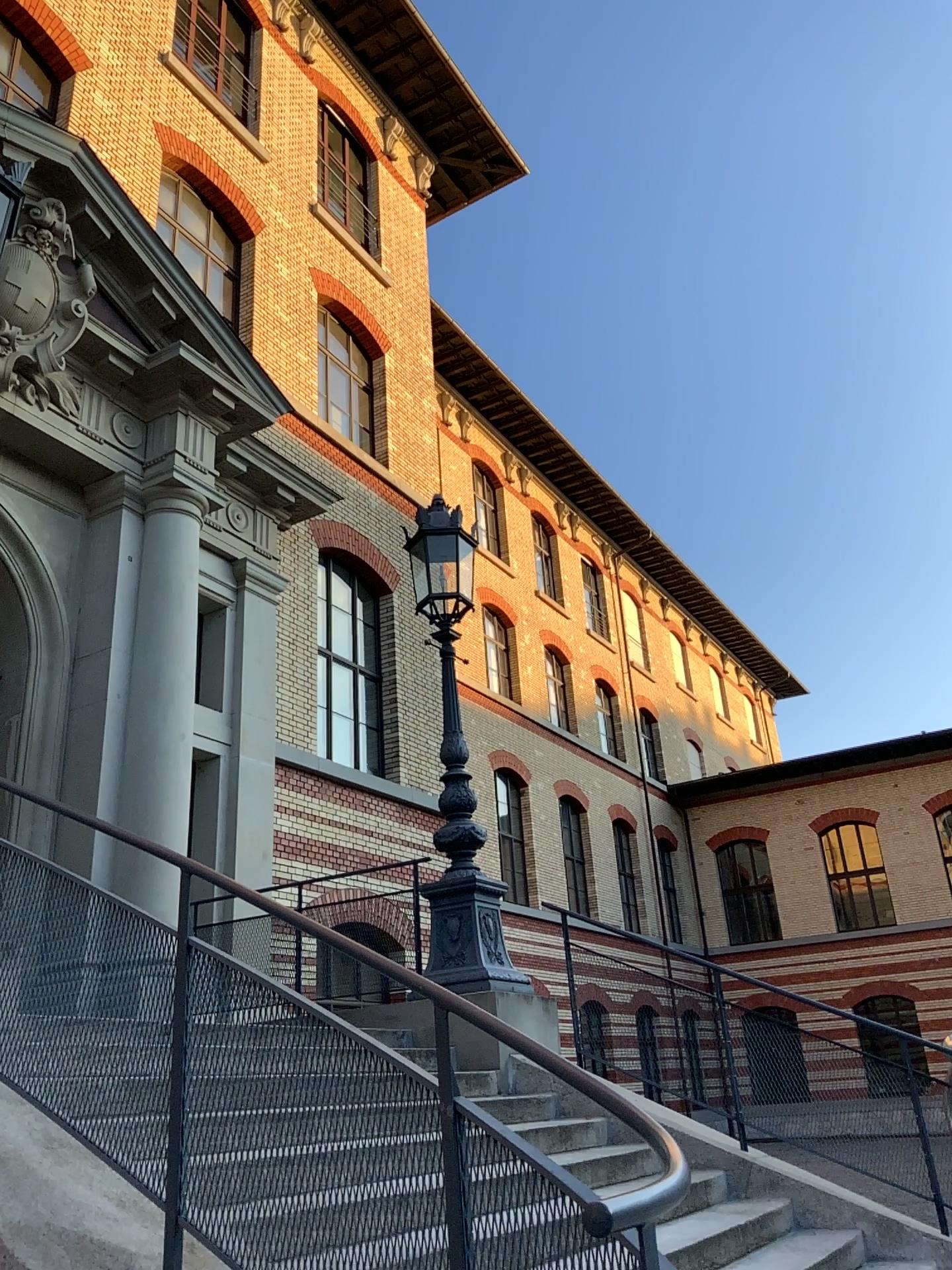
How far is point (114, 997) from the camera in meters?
3.0
